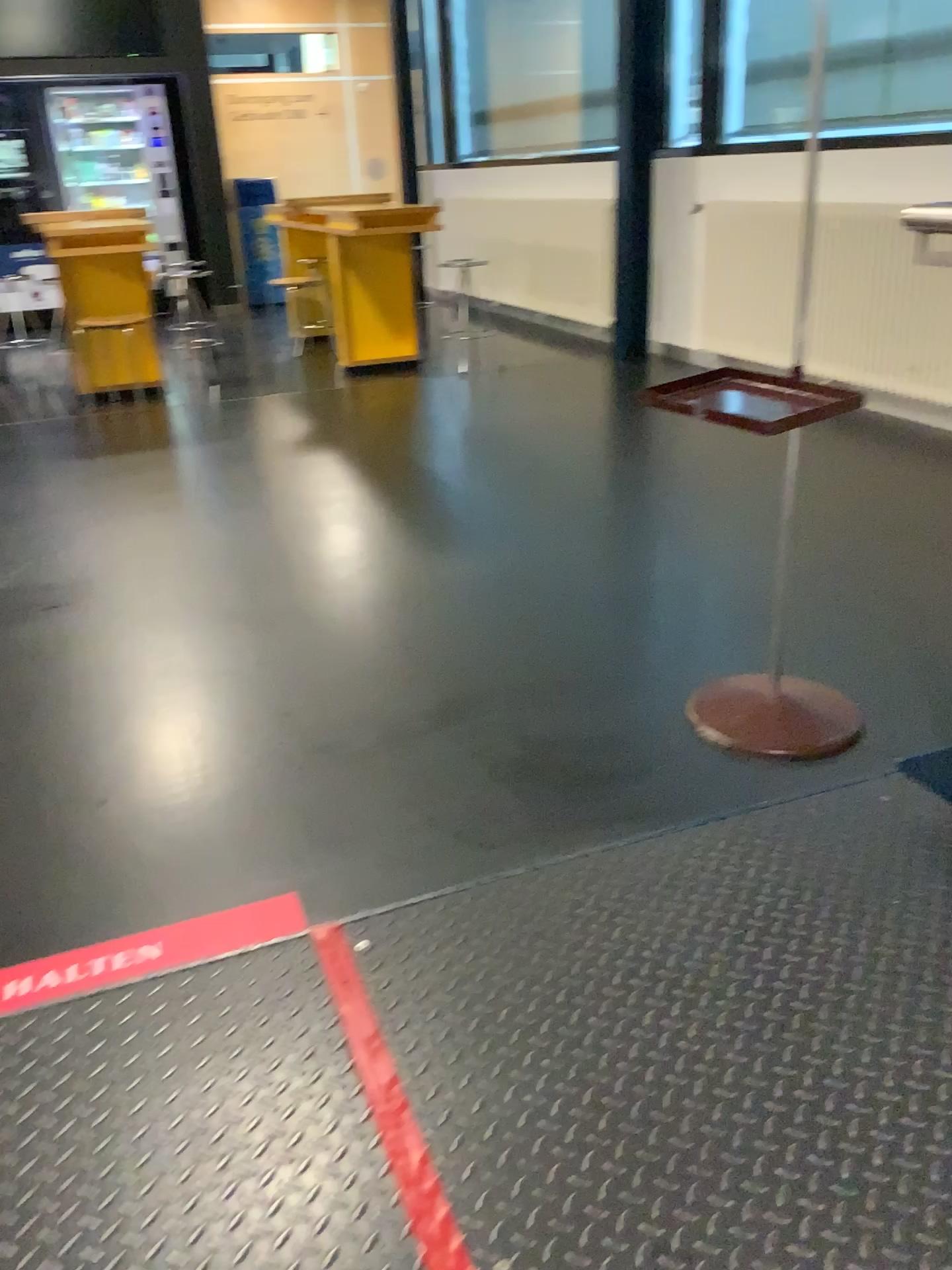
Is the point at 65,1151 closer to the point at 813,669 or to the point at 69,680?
the point at 69,680
